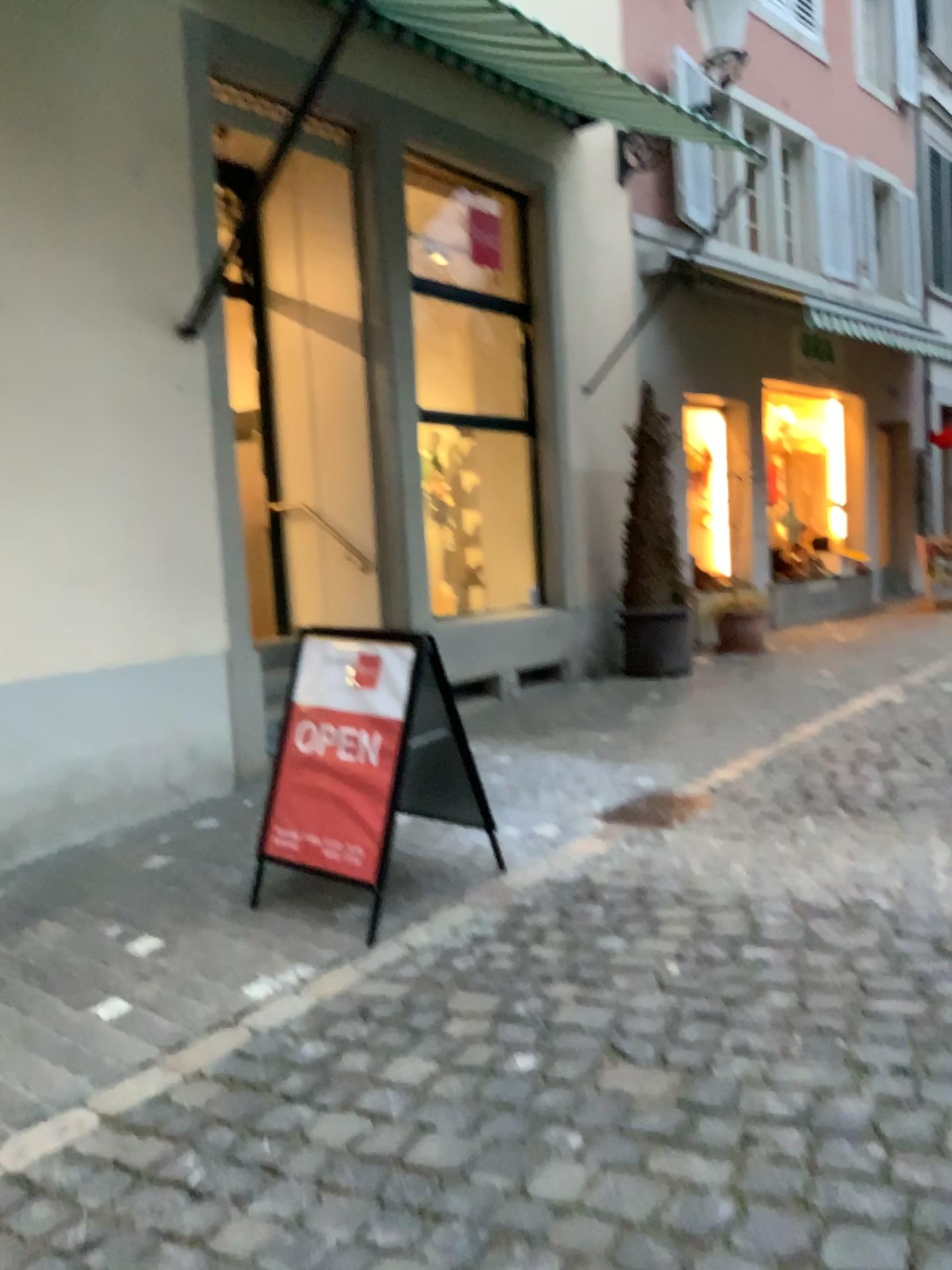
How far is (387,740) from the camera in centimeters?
367cm

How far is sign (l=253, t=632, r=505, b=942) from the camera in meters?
3.7 m

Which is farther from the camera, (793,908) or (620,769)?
(620,769)
